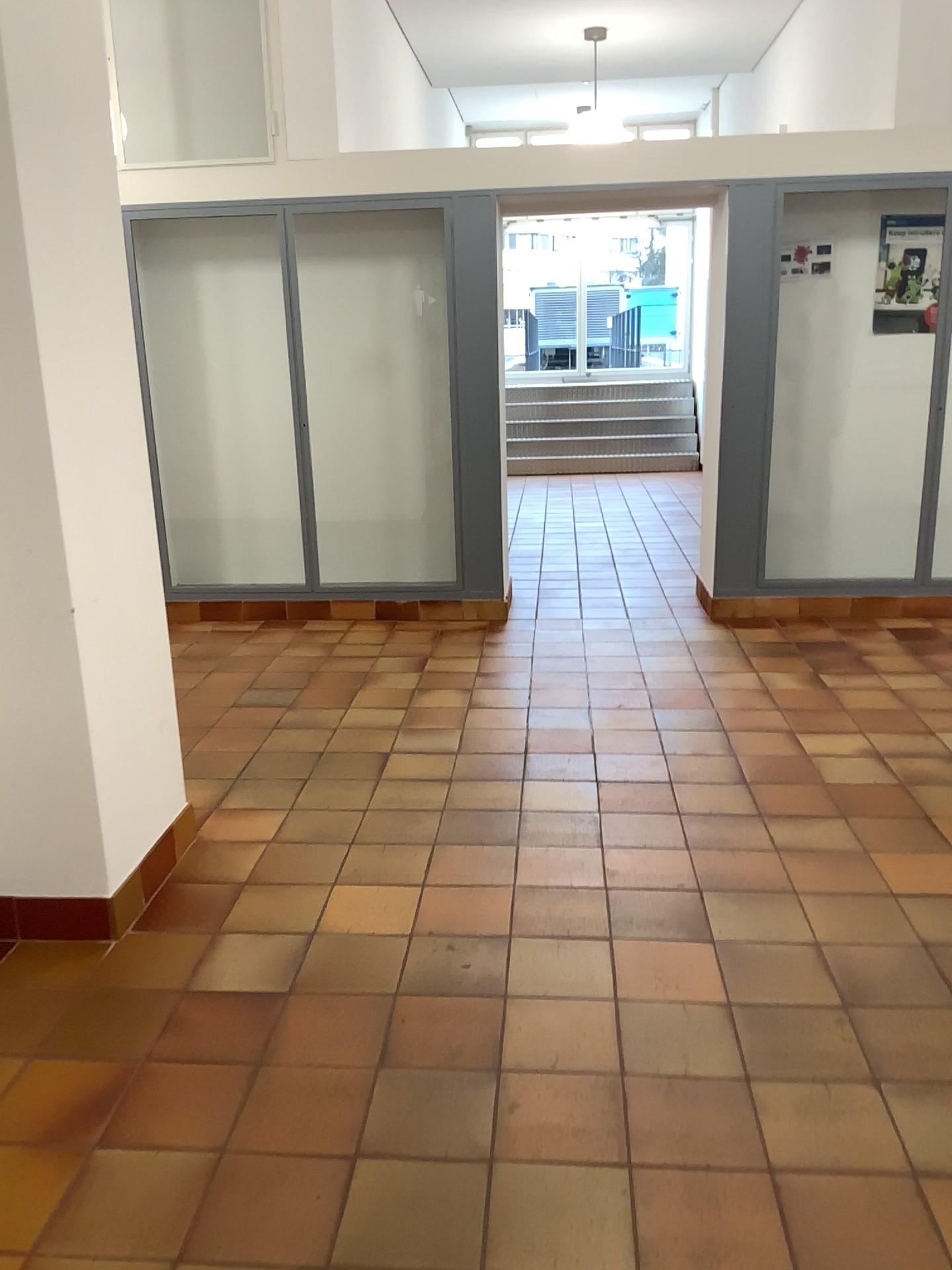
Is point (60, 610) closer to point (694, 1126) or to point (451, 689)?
point (694, 1126)
